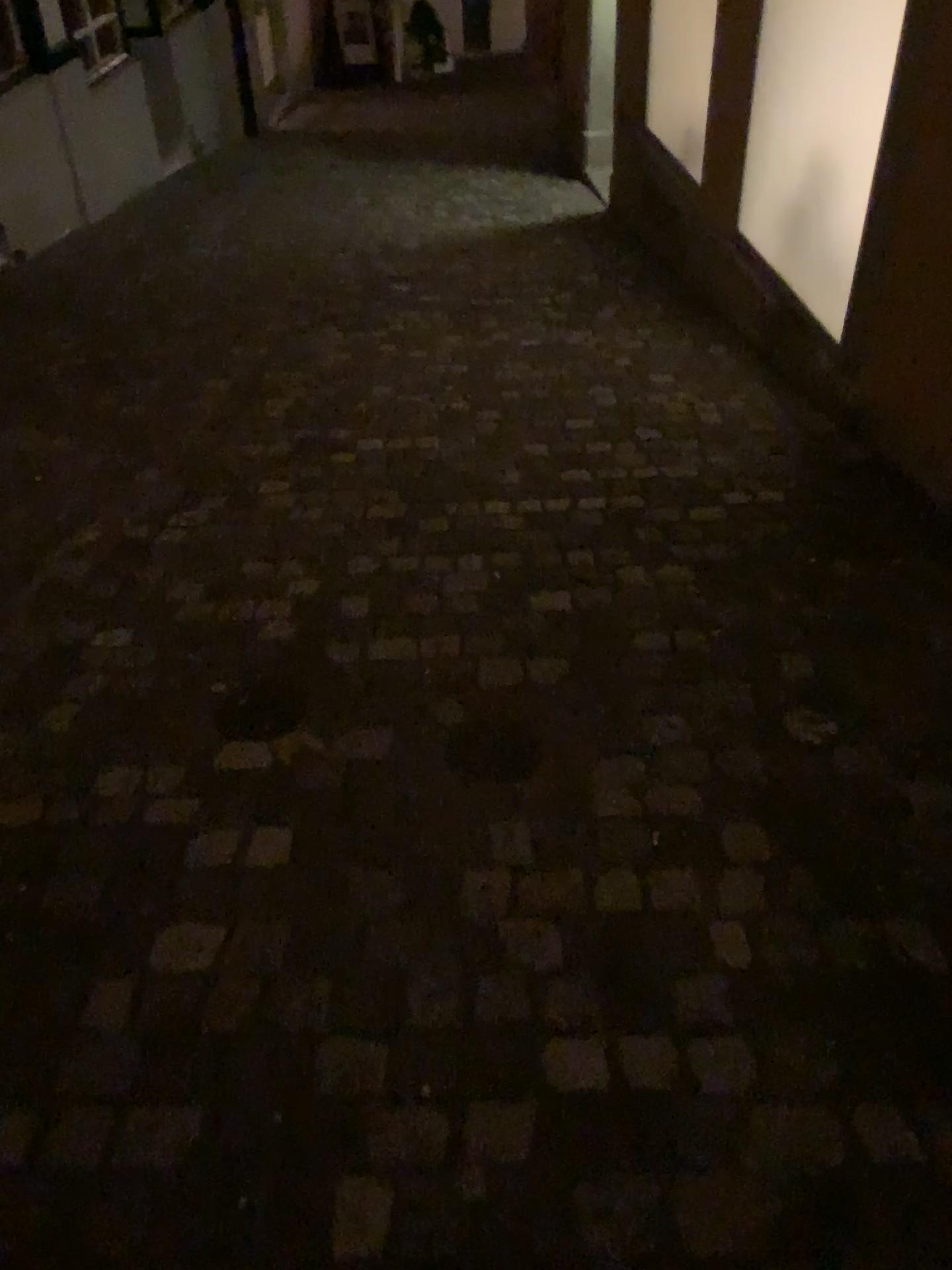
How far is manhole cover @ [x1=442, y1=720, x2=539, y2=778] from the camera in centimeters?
Result: 190cm

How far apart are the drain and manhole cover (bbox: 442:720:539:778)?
0.3m

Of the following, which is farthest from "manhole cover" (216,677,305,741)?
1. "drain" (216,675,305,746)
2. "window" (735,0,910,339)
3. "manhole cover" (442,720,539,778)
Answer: "window" (735,0,910,339)

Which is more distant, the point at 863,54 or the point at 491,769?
the point at 863,54

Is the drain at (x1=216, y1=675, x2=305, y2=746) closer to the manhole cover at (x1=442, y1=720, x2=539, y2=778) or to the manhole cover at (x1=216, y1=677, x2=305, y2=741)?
the manhole cover at (x1=216, y1=677, x2=305, y2=741)

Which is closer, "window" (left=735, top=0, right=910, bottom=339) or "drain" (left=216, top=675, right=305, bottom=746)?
"drain" (left=216, top=675, right=305, bottom=746)

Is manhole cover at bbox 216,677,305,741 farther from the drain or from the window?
the window

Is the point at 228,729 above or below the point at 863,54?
below

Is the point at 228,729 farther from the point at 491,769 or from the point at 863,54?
the point at 863,54

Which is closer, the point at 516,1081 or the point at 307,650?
the point at 516,1081
